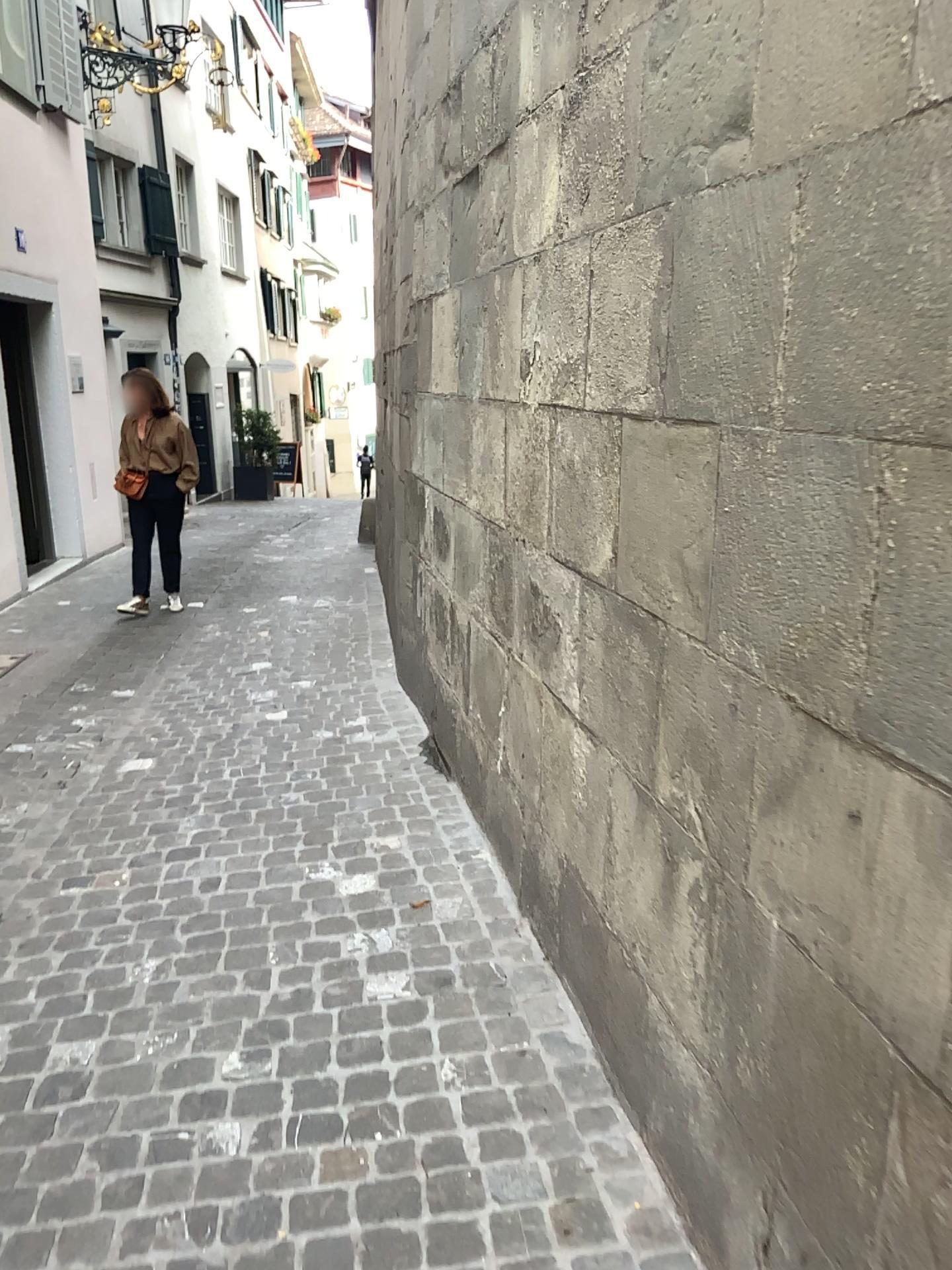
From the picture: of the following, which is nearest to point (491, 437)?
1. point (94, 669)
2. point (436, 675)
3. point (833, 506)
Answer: point (436, 675)
